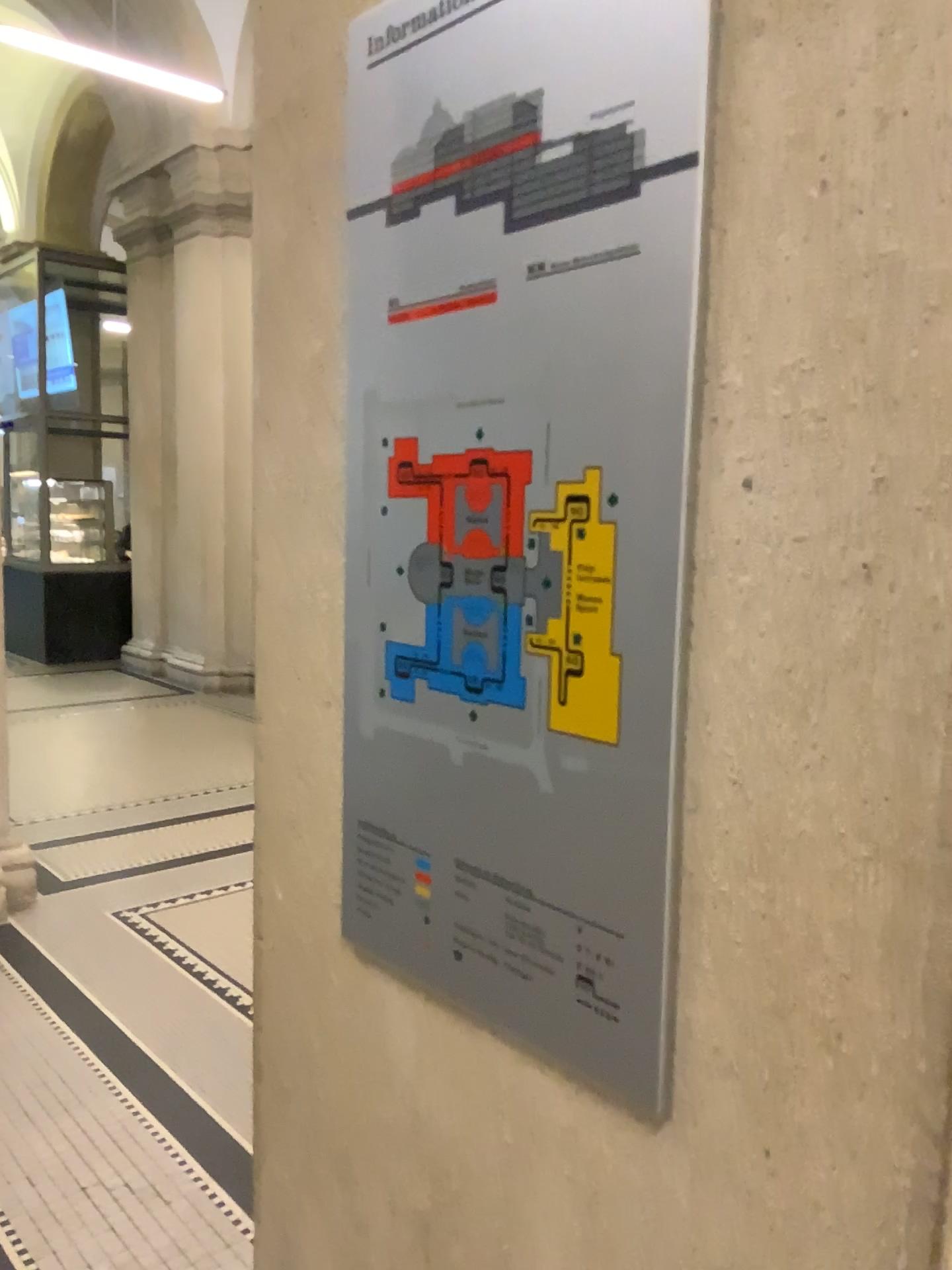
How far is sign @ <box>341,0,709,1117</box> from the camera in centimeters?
75cm

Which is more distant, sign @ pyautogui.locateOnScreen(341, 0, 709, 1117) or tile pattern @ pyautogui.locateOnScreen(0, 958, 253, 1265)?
tile pattern @ pyautogui.locateOnScreen(0, 958, 253, 1265)

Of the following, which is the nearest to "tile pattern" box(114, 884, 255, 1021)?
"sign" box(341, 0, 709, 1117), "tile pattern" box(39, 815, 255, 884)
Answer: "tile pattern" box(39, 815, 255, 884)

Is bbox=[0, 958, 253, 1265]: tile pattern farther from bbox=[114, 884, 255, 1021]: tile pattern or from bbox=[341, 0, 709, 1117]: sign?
bbox=[341, 0, 709, 1117]: sign

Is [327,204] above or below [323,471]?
above

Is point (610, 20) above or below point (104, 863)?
above

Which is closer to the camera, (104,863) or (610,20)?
(610,20)

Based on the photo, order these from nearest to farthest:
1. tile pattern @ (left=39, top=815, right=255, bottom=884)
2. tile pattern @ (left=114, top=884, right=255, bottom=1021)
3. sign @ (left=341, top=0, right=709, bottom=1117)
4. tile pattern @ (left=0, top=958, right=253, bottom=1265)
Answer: sign @ (left=341, top=0, right=709, bottom=1117) → tile pattern @ (left=0, top=958, right=253, bottom=1265) → tile pattern @ (left=114, top=884, right=255, bottom=1021) → tile pattern @ (left=39, top=815, right=255, bottom=884)

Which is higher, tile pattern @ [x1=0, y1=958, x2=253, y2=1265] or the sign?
the sign

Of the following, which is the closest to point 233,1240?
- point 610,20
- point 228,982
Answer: point 228,982
